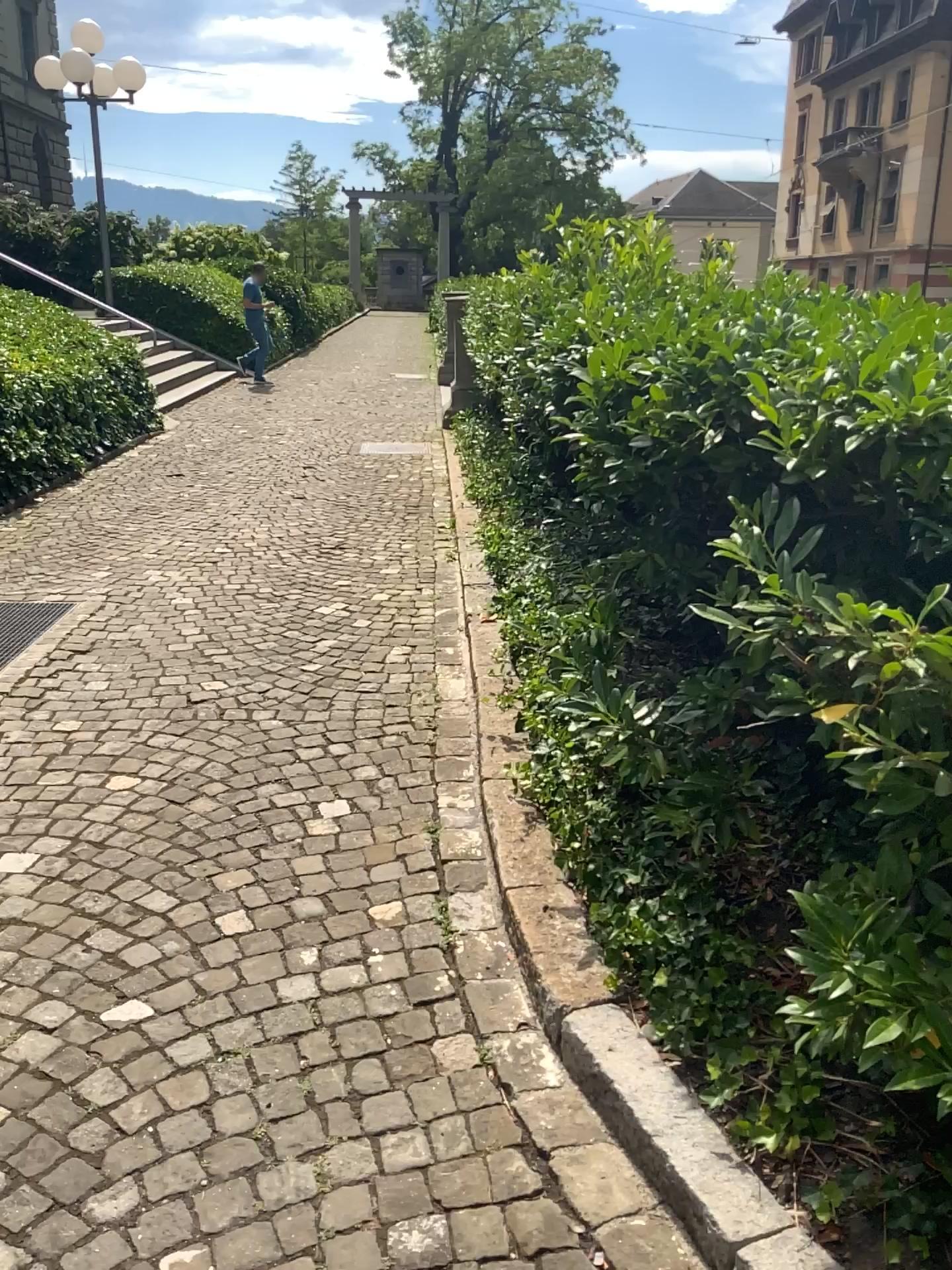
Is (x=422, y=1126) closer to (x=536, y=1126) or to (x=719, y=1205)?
(x=536, y=1126)
